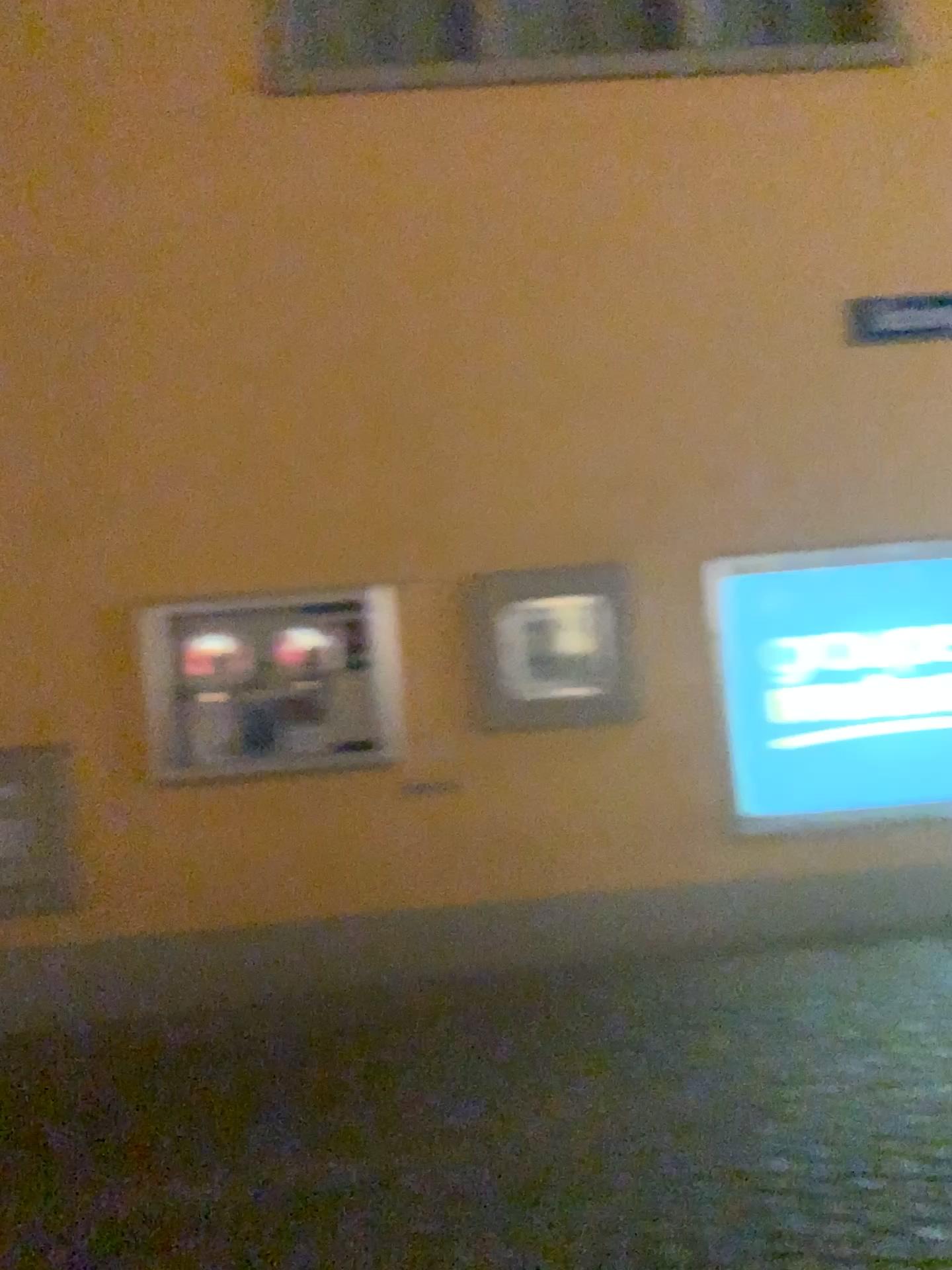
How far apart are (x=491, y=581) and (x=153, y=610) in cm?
150

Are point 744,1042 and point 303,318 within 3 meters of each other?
no

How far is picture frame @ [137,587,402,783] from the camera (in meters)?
4.73

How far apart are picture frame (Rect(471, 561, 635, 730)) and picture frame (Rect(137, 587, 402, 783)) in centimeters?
38cm

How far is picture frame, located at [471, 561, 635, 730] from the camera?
4.8m

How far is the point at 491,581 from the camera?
4.82m

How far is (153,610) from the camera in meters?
4.7
